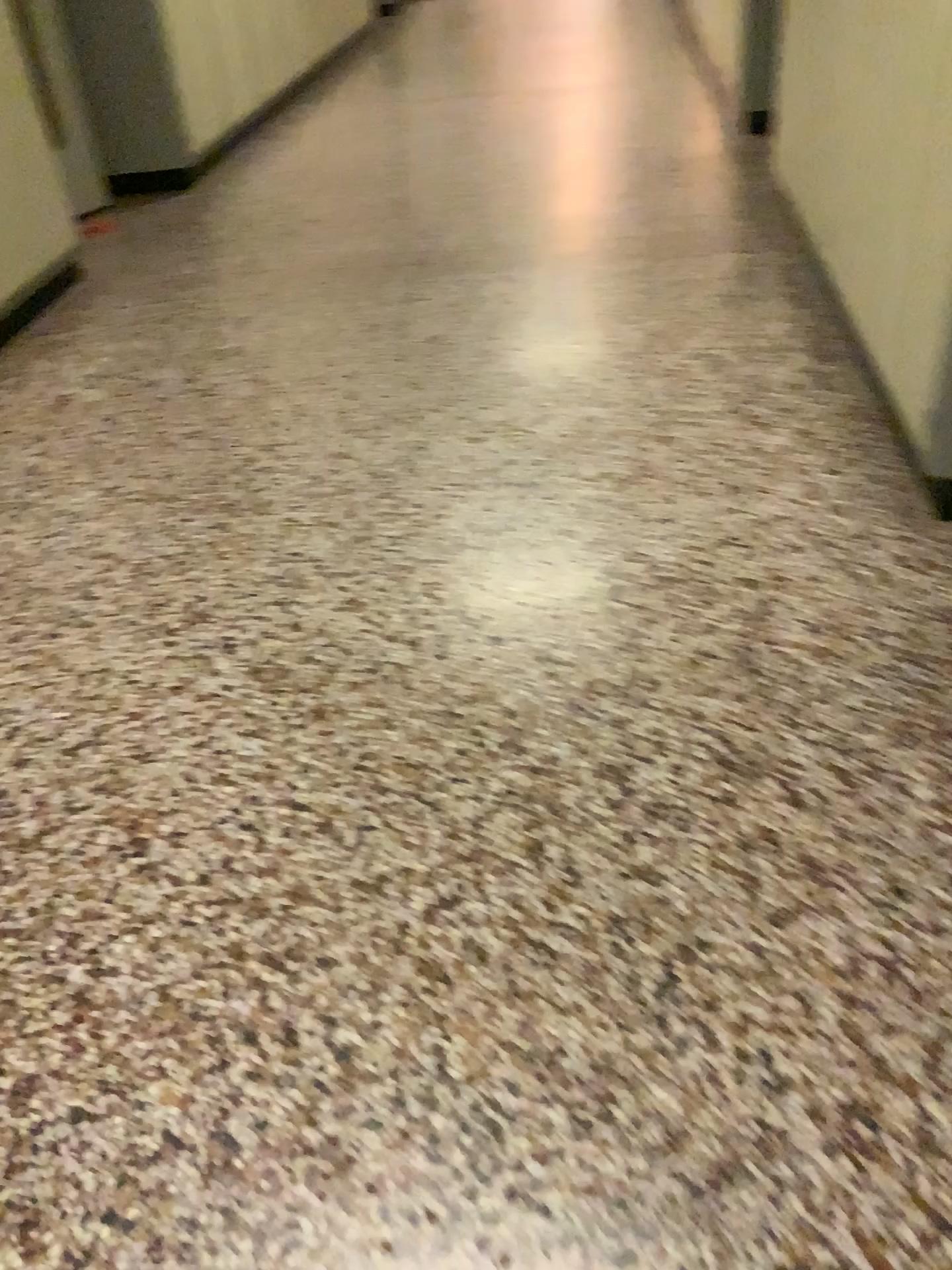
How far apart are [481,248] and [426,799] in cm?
296
